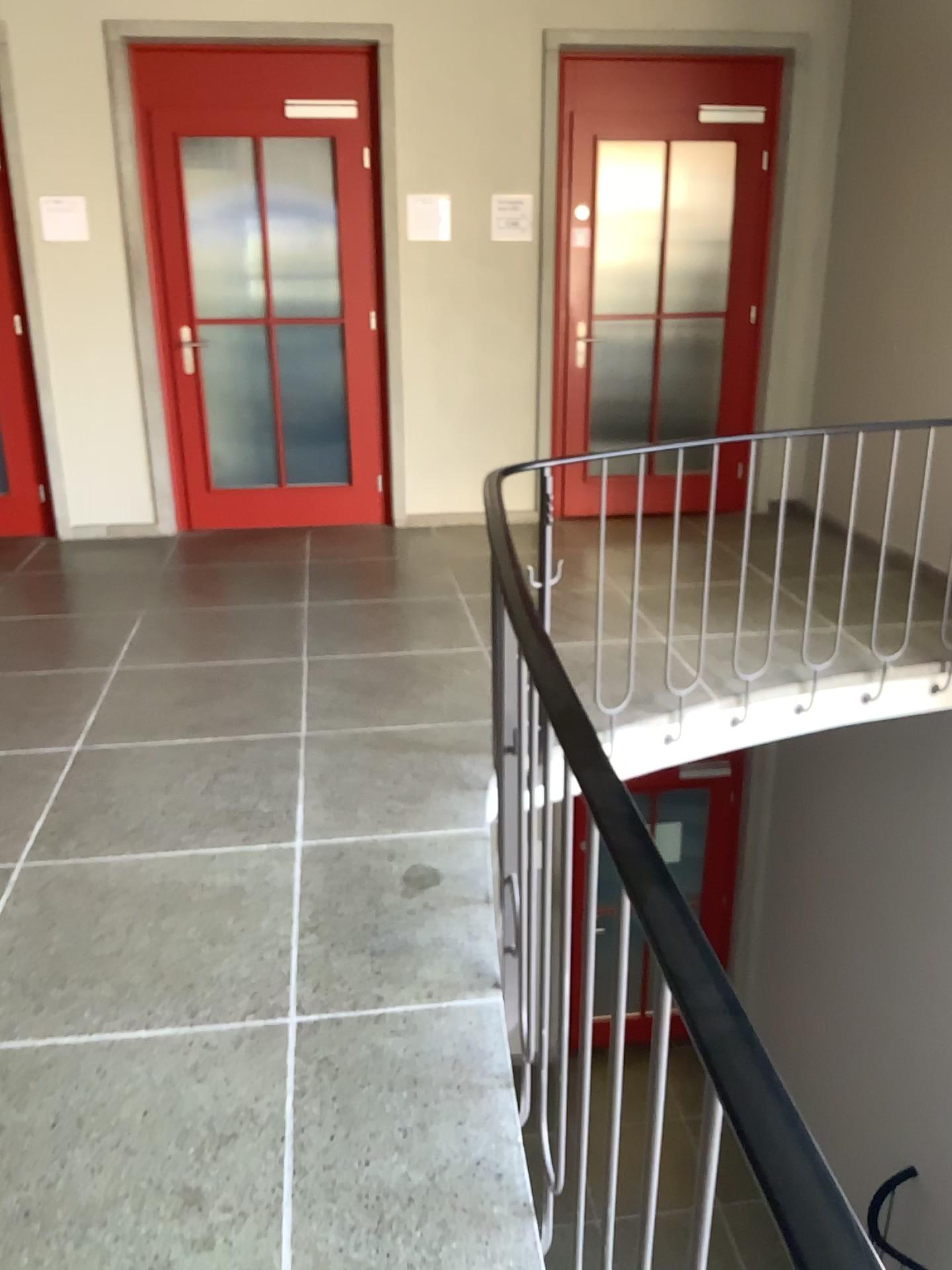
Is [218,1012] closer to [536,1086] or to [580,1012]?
[536,1086]
